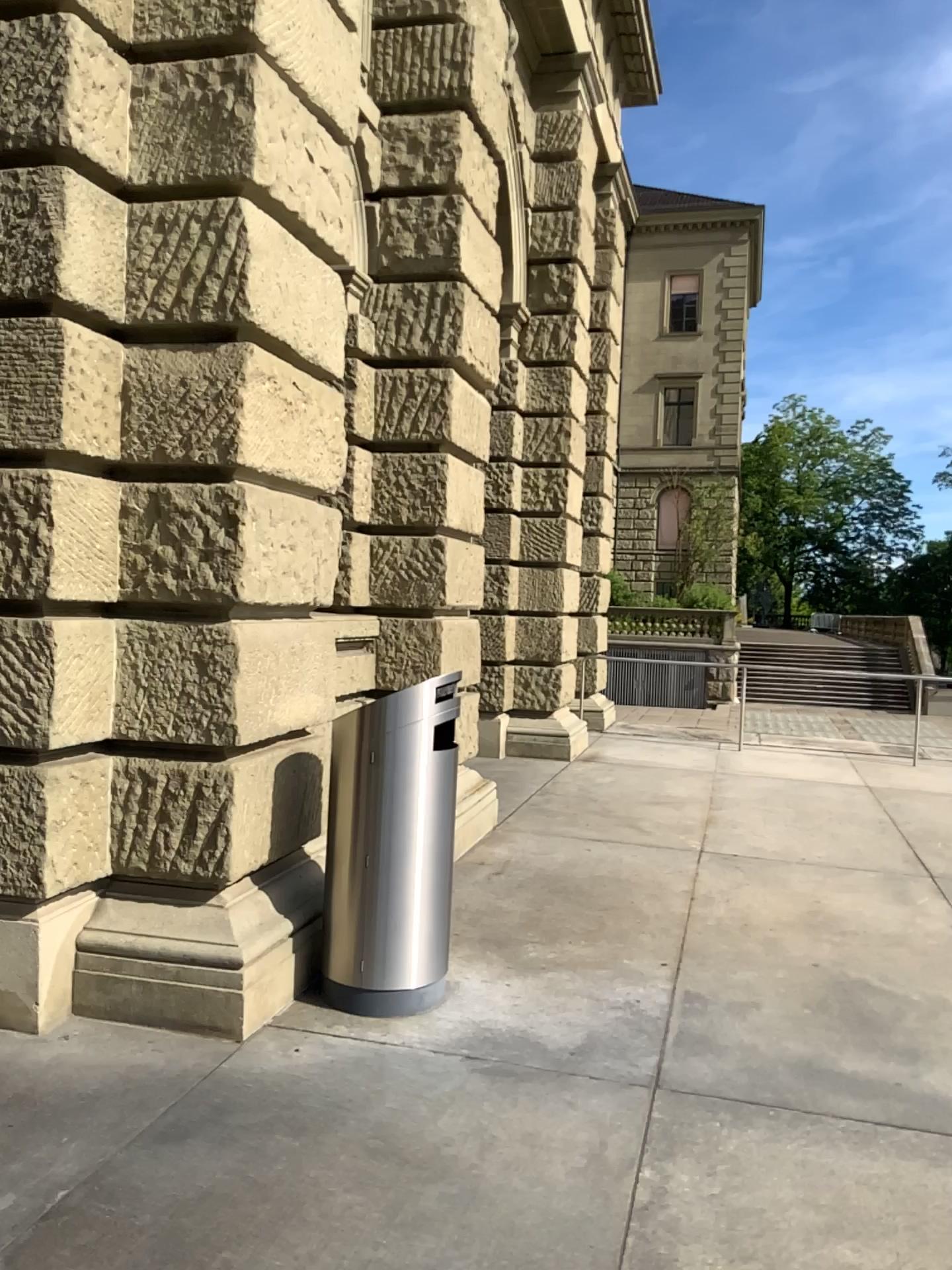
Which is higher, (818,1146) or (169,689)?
(169,689)
